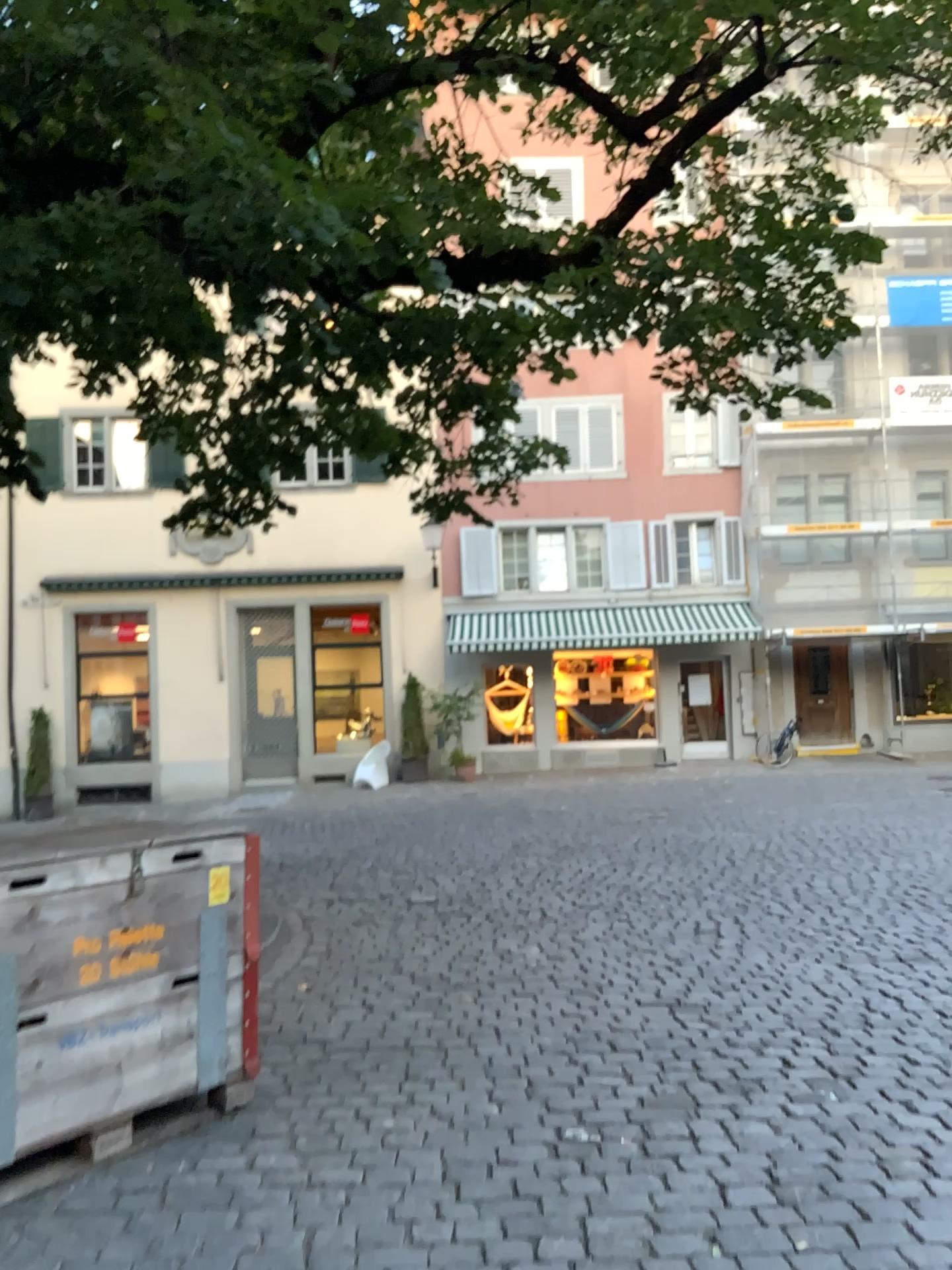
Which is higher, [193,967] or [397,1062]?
[193,967]
